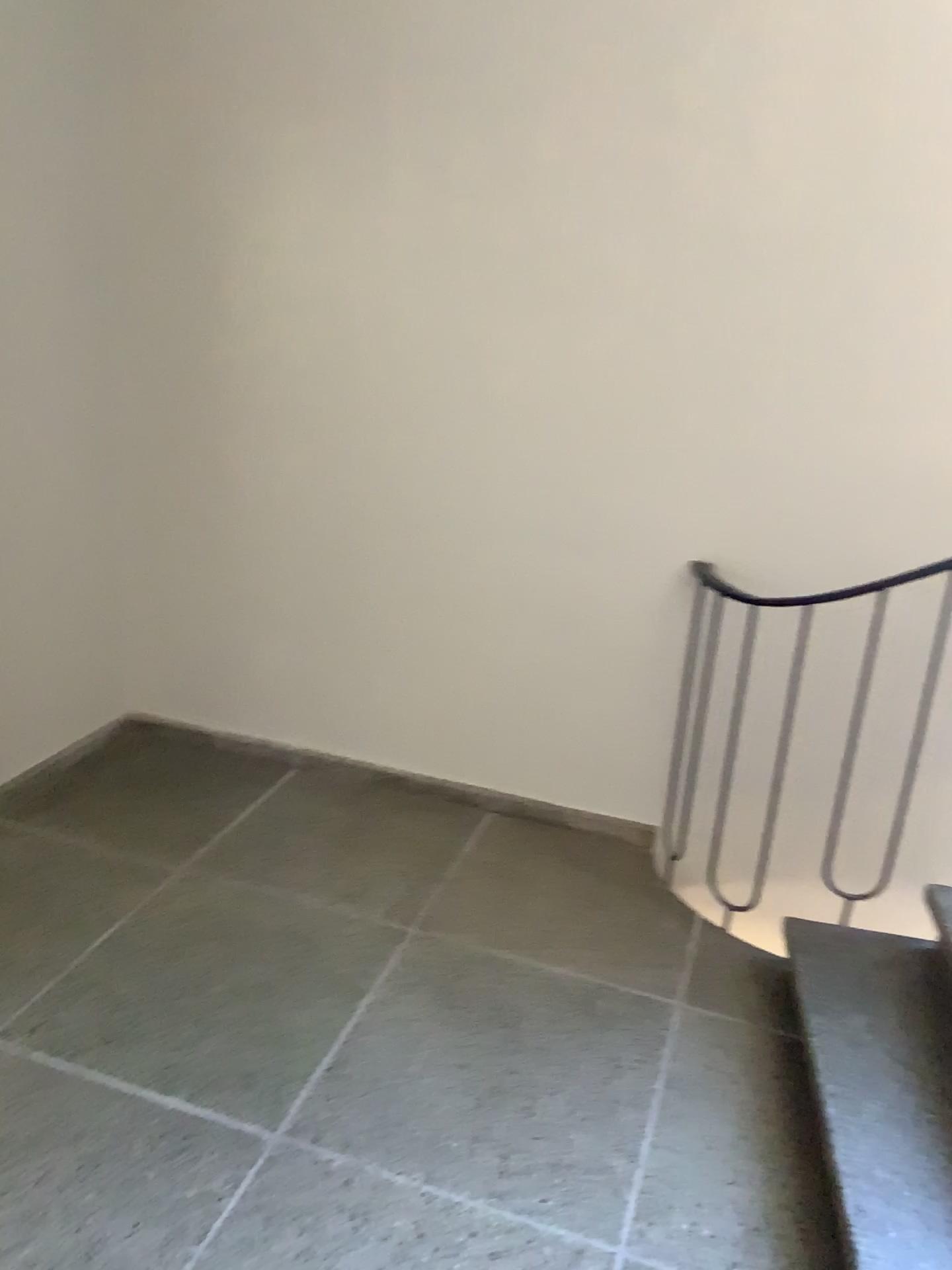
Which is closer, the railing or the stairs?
the stairs

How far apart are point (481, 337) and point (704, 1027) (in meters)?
1.87

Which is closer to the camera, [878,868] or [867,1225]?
[867,1225]
